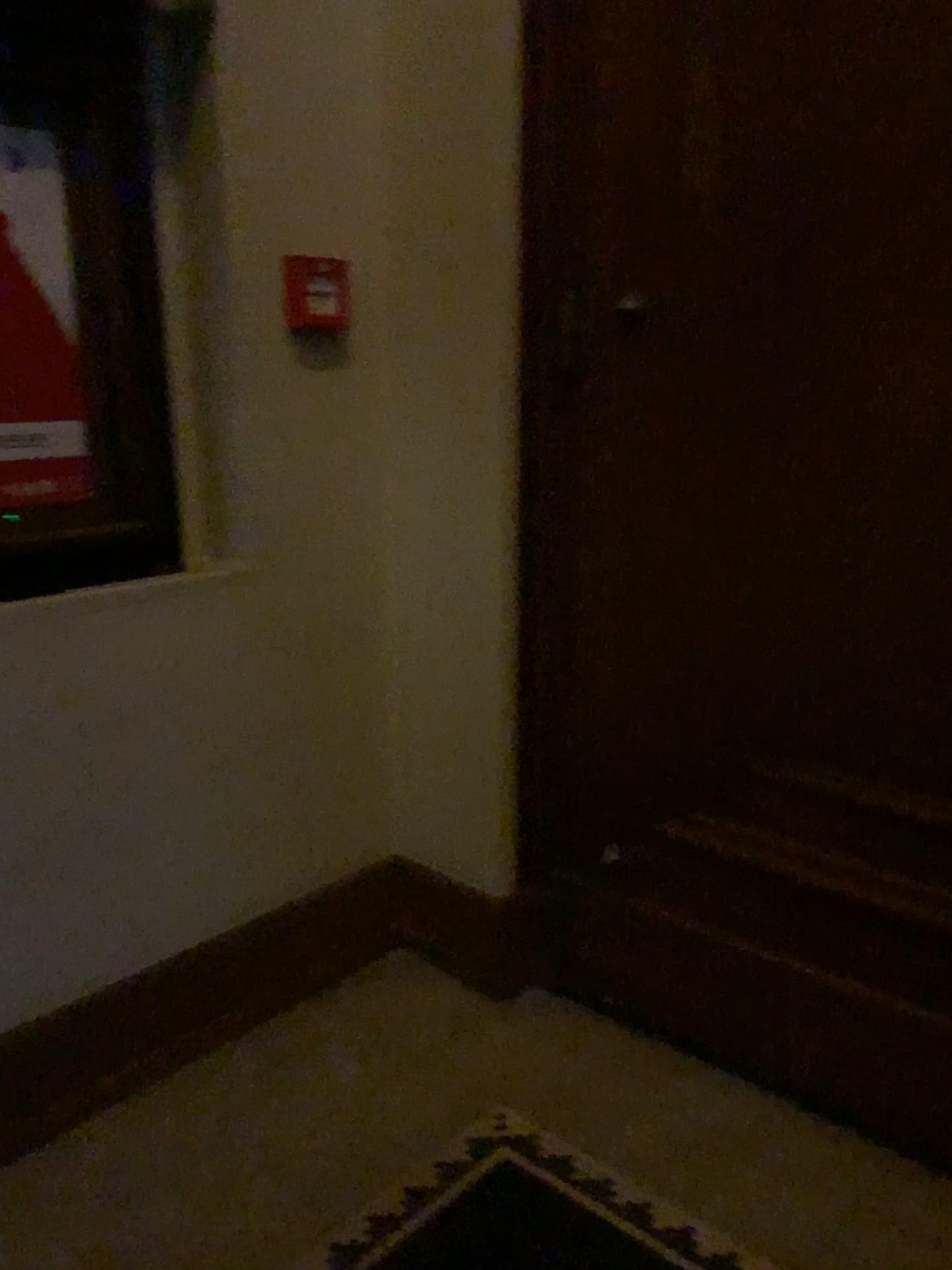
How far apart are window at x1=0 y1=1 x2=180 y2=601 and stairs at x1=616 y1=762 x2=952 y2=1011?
1.07m

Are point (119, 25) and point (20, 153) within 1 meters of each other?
yes

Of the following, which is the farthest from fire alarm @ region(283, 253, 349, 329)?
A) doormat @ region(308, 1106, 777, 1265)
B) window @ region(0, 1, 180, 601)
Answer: doormat @ region(308, 1106, 777, 1265)

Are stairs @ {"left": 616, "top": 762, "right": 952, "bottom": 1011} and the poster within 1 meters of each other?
no

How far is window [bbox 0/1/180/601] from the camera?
1.7 meters

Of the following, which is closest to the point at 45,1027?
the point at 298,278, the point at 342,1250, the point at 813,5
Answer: the point at 342,1250

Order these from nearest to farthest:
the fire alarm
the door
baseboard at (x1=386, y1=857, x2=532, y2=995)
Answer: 1. the door
2. the fire alarm
3. baseboard at (x1=386, y1=857, x2=532, y2=995)

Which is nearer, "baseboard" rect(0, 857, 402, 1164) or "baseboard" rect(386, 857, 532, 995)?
"baseboard" rect(0, 857, 402, 1164)

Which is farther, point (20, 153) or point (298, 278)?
point (298, 278)

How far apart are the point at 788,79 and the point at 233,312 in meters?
1.1 m
